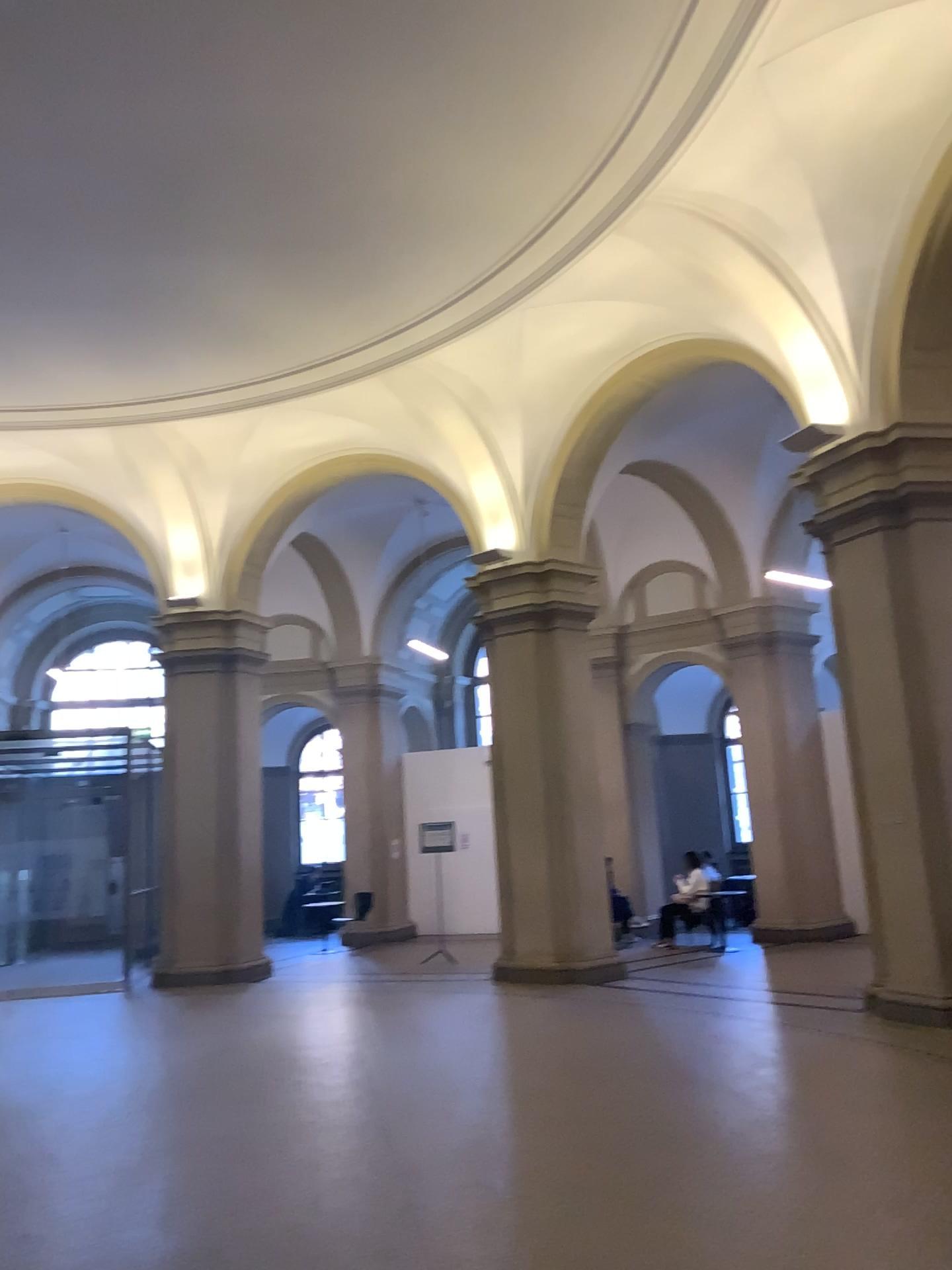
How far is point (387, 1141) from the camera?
5.3m
